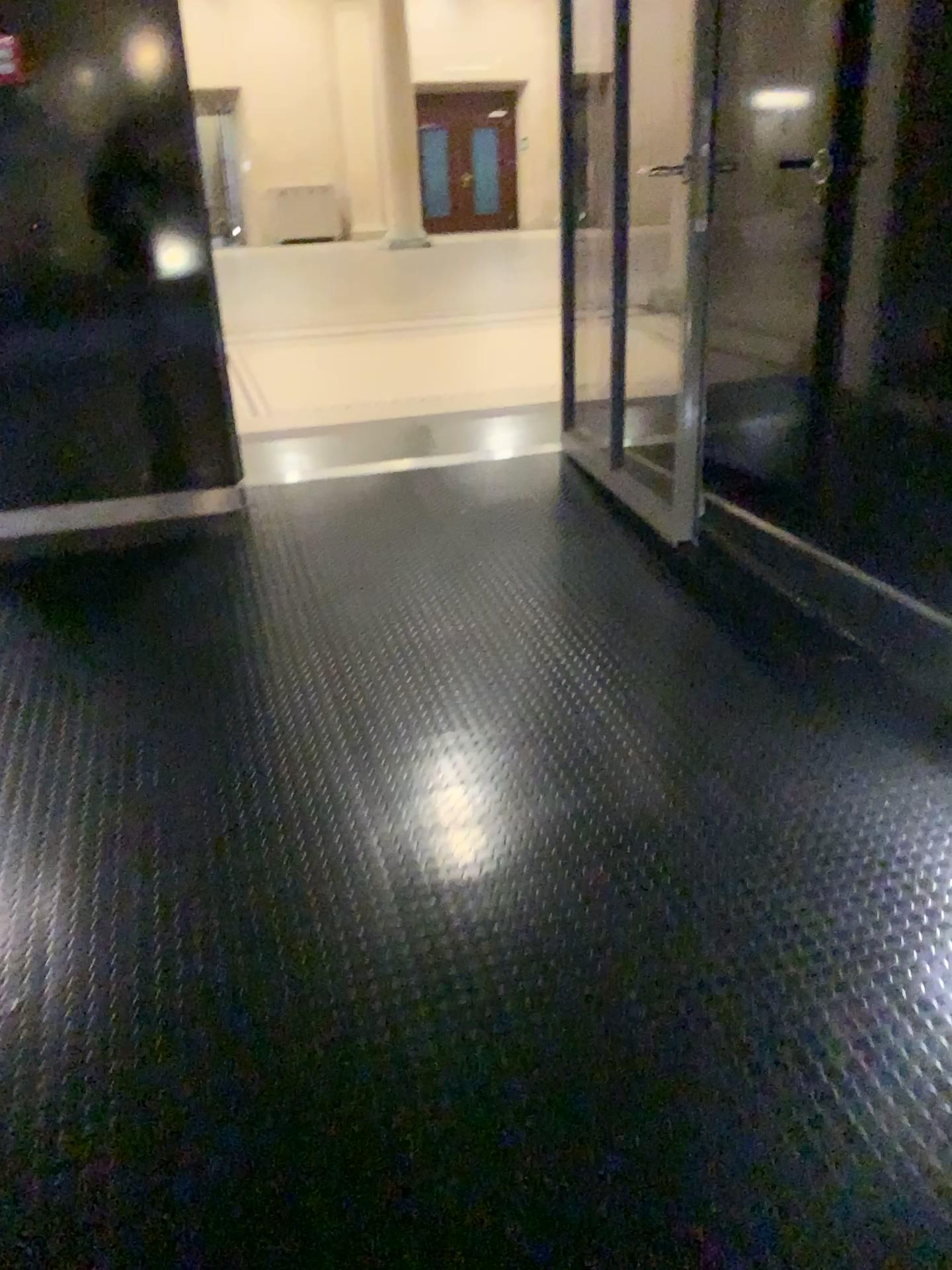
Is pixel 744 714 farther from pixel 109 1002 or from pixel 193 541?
pixel 193 541
